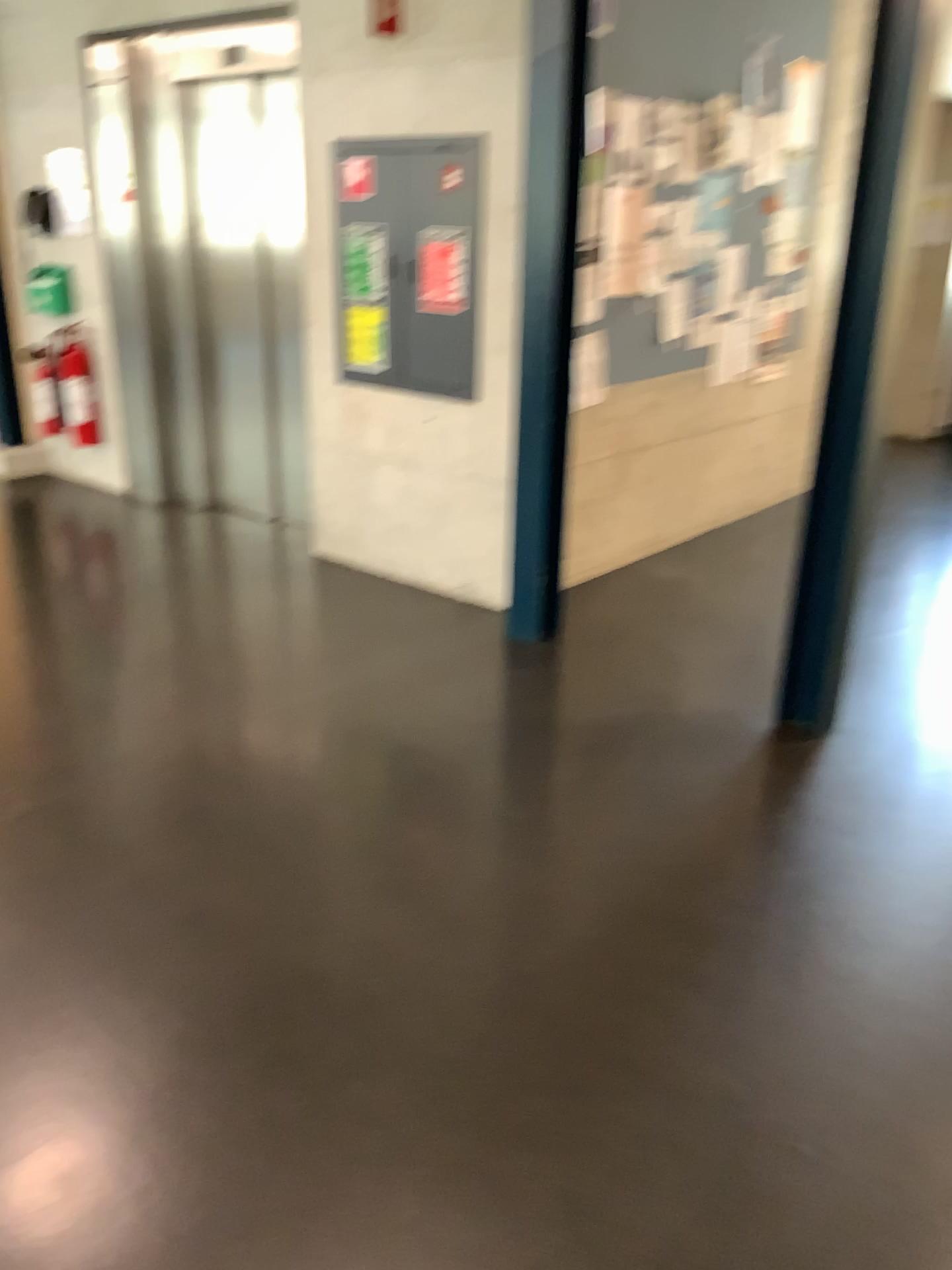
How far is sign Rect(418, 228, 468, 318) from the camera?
4.1 meters

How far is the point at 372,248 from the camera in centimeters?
438cm

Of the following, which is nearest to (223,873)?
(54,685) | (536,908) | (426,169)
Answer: (536,908)

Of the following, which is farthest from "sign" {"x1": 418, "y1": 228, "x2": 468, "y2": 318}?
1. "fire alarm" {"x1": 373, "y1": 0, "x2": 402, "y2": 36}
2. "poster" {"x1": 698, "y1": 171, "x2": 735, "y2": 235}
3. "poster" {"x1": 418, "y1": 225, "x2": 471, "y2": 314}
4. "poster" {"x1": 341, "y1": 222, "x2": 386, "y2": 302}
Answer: "poster" {"x1": 698, "y1": 171, "x2": 735, "y2": 235}

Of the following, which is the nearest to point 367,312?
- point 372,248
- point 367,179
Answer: point 372,248

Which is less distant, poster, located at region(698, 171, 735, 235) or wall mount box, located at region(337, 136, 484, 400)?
wall mount box, located at region(337, 136, 484, 400)

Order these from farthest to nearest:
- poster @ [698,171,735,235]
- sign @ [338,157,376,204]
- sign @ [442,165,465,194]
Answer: poster @ [698,171,735,235] < sign @ [338,157,376,204] < sign @ [442,165,465,194]

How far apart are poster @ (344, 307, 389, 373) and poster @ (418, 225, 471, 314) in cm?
27

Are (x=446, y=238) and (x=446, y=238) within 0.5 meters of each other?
yes

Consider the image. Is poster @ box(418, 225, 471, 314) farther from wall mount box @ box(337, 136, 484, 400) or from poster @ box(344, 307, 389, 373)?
poster @ box(344, 307, 389, 373)
